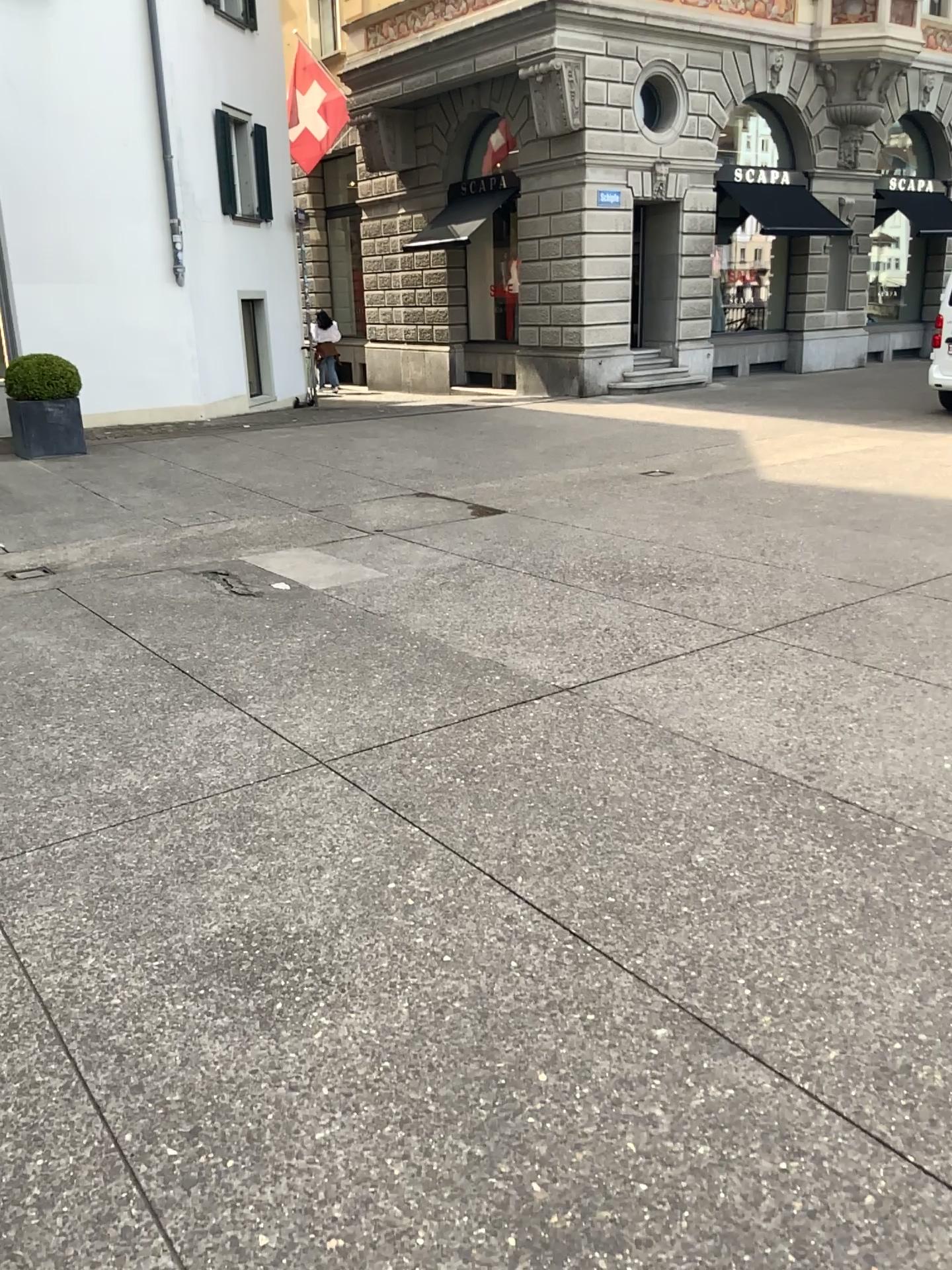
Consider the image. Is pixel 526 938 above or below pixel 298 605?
below
